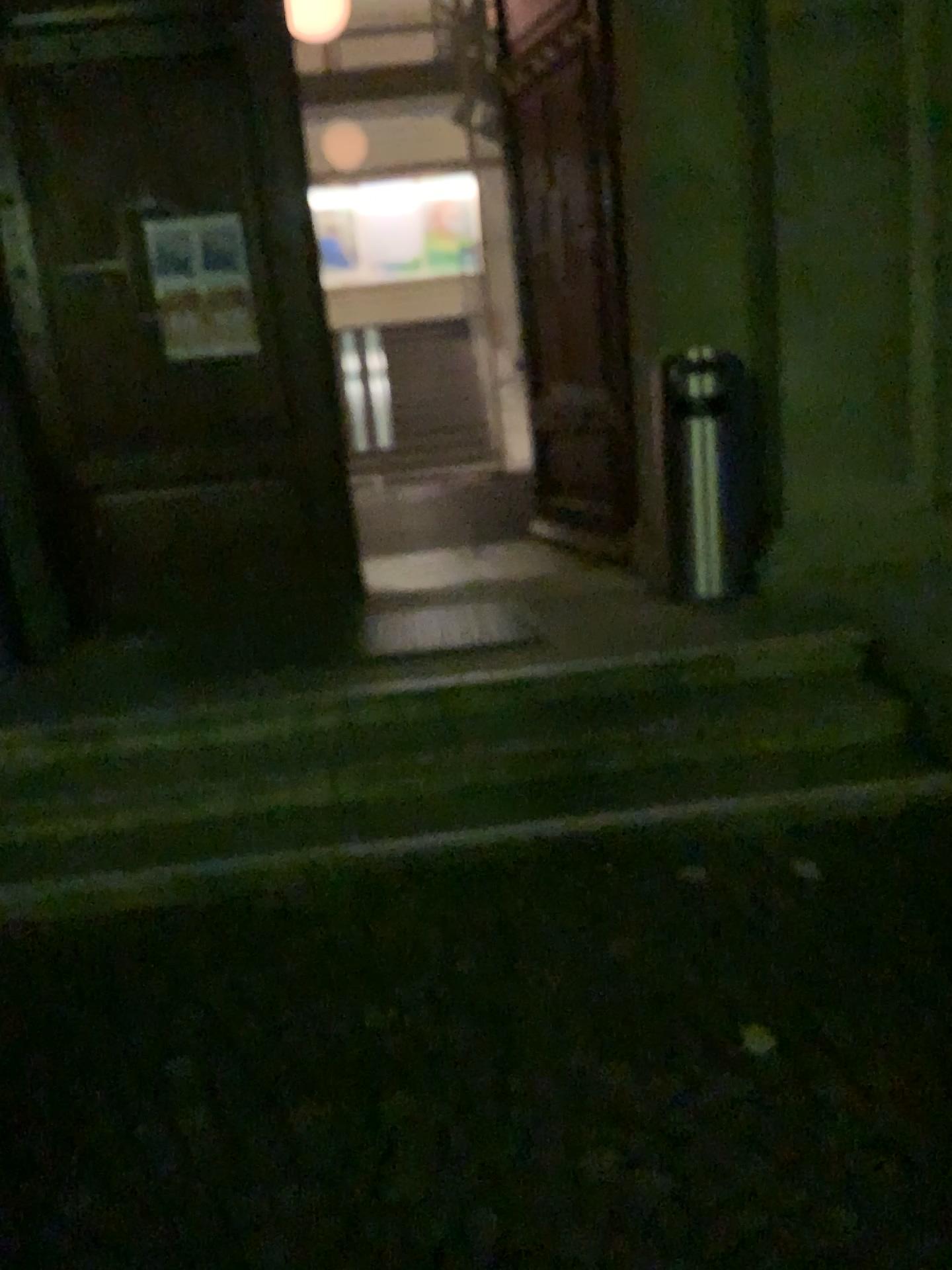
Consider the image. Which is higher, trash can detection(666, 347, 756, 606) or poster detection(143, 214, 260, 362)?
poster detection(143, 214, 260, 362)

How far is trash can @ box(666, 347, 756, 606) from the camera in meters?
4.5 m

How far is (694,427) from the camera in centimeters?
450cm

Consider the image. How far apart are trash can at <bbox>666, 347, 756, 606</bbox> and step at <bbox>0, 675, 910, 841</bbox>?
0.8m

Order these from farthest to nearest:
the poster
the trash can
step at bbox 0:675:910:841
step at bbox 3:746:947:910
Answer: the poster, the trash can, step at bbox 0:675:910:841, step at bbox 3:746:947:910

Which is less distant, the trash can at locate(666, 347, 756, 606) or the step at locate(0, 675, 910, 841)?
the step at locate(0, 675, 910, 841)

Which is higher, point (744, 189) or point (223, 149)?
point (223, 149)

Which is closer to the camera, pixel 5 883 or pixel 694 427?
pixel 5 883

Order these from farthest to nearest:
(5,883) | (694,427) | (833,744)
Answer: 1. (694,427)
2. (833,744)
3. (5,883)

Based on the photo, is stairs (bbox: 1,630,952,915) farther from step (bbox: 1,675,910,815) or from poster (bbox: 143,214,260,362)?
poster (bbox: 143,214,260,362)
